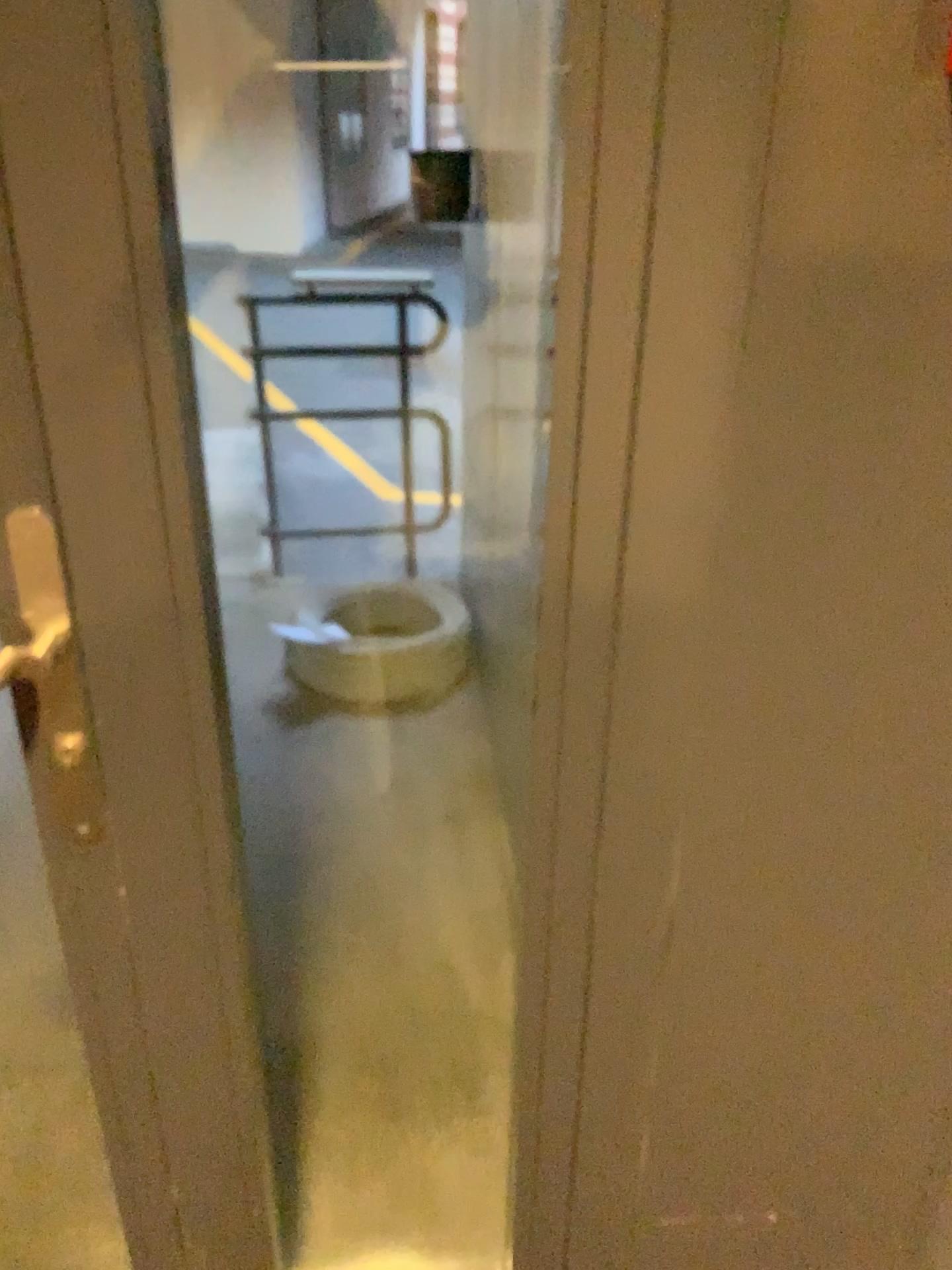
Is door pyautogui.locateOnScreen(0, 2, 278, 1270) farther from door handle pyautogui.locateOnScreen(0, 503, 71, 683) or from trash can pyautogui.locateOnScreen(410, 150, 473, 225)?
trash can pyautogui.locateOnScreen(410, 150, 473, 225)

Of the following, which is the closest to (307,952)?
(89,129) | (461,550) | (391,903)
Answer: (391,903)

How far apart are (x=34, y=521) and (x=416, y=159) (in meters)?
0.98

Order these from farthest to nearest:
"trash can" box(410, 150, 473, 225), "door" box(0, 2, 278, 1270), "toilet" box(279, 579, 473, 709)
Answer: "toilet" box(279, 579, 473, 709), "trash can" box(410, 150, 473, 225), "door" box(0, 2, 278, 1270)

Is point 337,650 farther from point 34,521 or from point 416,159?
point 34,521

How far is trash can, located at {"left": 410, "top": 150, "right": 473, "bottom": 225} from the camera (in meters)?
Answer: 1.52

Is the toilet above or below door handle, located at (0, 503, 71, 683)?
below

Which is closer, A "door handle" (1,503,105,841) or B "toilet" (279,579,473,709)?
A "door handle" (1,503,105,841)

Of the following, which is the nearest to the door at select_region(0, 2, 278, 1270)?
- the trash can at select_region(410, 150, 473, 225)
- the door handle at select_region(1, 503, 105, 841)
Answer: the door handle at select_region(1, 503, 105, 841)

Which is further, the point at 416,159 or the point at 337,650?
the point at 337,650
